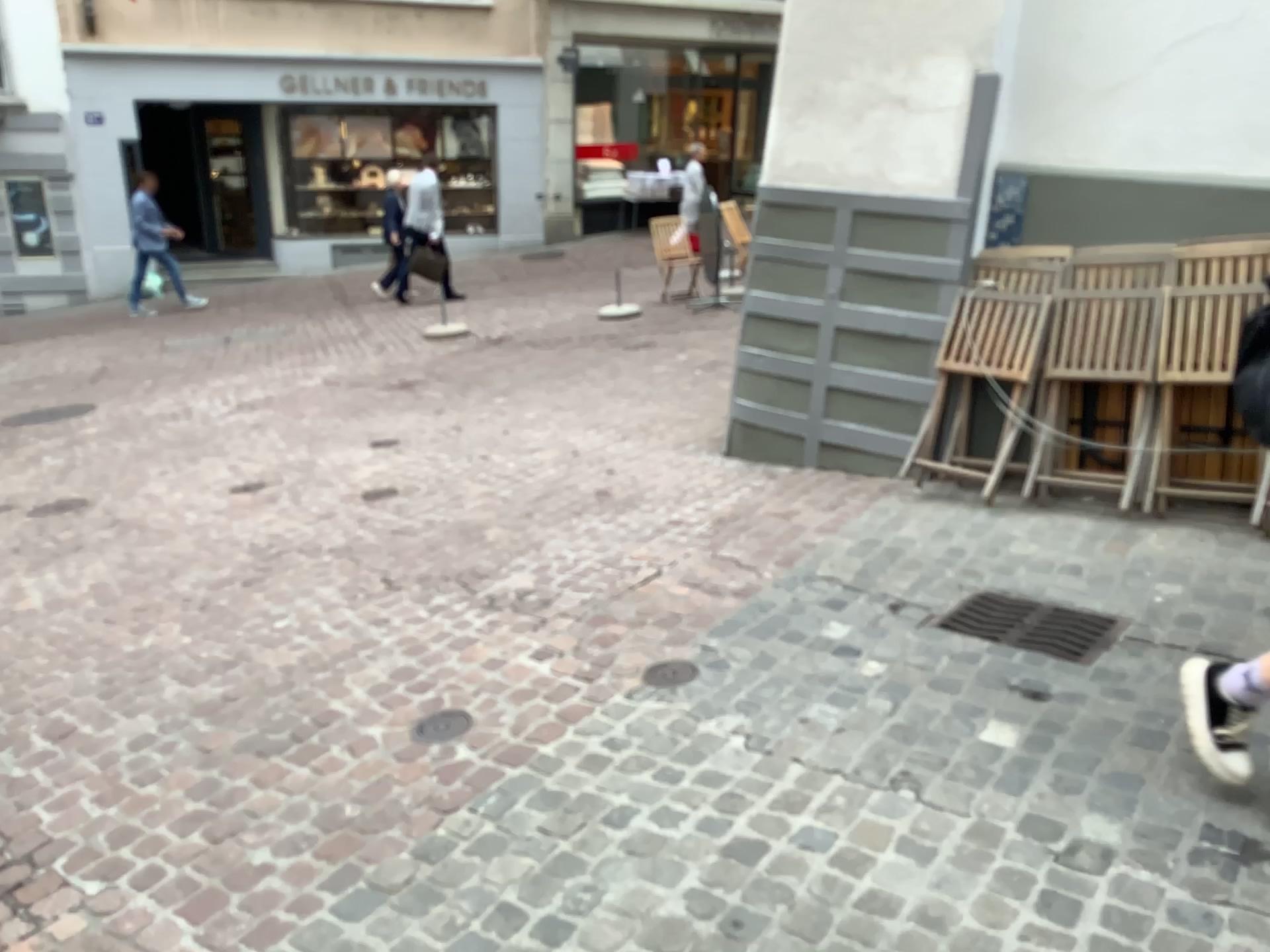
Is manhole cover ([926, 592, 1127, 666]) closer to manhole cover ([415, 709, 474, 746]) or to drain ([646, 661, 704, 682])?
drain ([646, 661, 704, 682])

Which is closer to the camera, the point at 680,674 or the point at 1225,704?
the point at 1225,704

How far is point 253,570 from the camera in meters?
4.5

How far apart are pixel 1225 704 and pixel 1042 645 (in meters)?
0.85

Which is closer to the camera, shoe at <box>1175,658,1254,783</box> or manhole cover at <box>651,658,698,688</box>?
shoe at <box>1175,658,1254,783</box>

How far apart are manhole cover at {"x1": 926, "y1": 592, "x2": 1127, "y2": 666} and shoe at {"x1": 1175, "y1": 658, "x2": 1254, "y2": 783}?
0.7m

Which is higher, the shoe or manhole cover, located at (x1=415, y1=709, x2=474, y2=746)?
the shoe

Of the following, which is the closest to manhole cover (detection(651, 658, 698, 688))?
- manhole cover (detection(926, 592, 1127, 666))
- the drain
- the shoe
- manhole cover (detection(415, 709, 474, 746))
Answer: the drain

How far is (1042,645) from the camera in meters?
3.2 m

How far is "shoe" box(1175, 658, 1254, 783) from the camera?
2.3m
